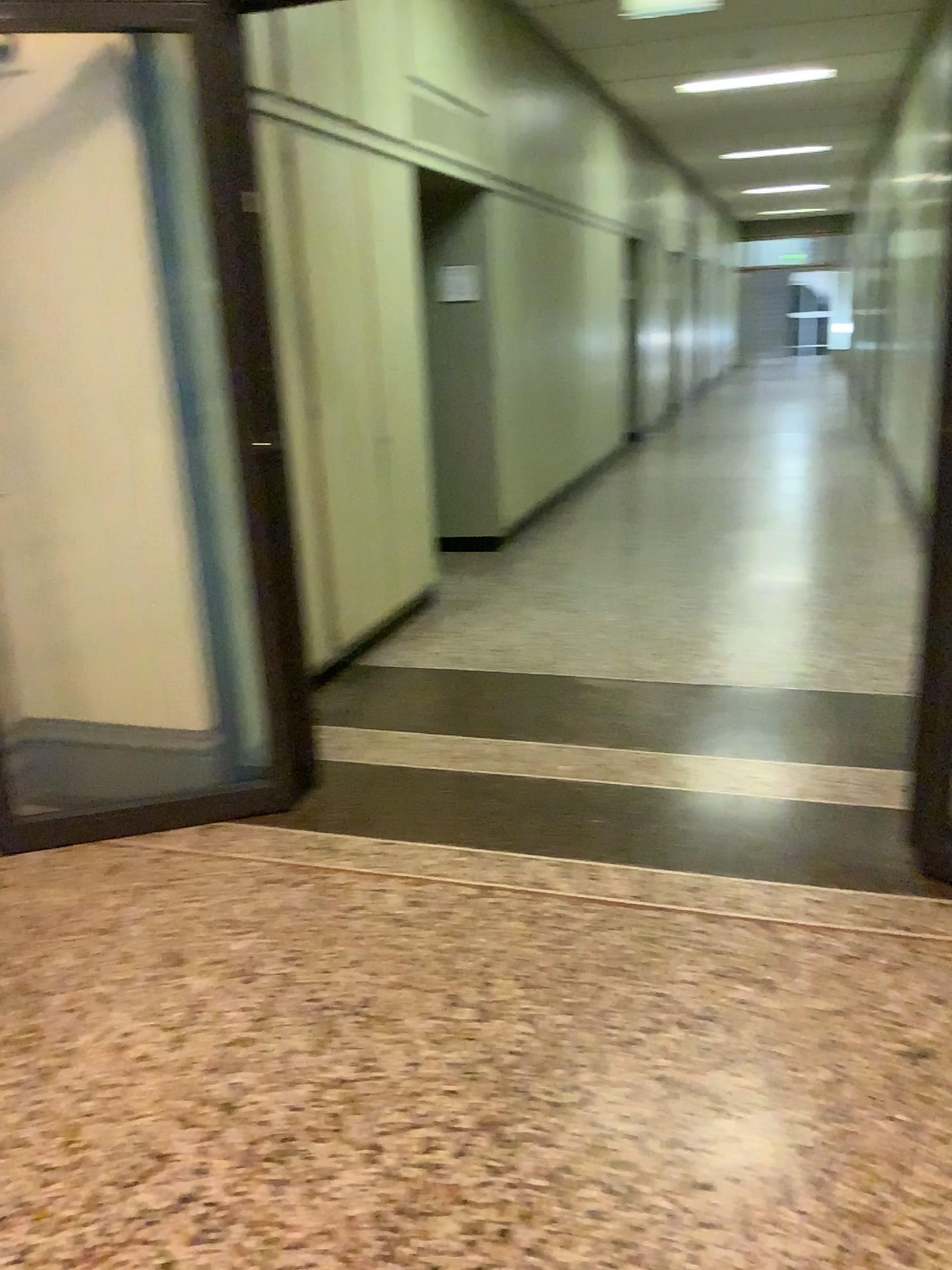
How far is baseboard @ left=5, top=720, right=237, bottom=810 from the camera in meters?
3.4 m

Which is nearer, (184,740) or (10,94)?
(10,94)

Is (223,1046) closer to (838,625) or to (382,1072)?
(382,1072)

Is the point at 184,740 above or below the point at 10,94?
below

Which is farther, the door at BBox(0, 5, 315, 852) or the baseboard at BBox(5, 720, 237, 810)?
the baseboard at BBox(5, 720, 237, 810)

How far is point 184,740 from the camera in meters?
3.4
